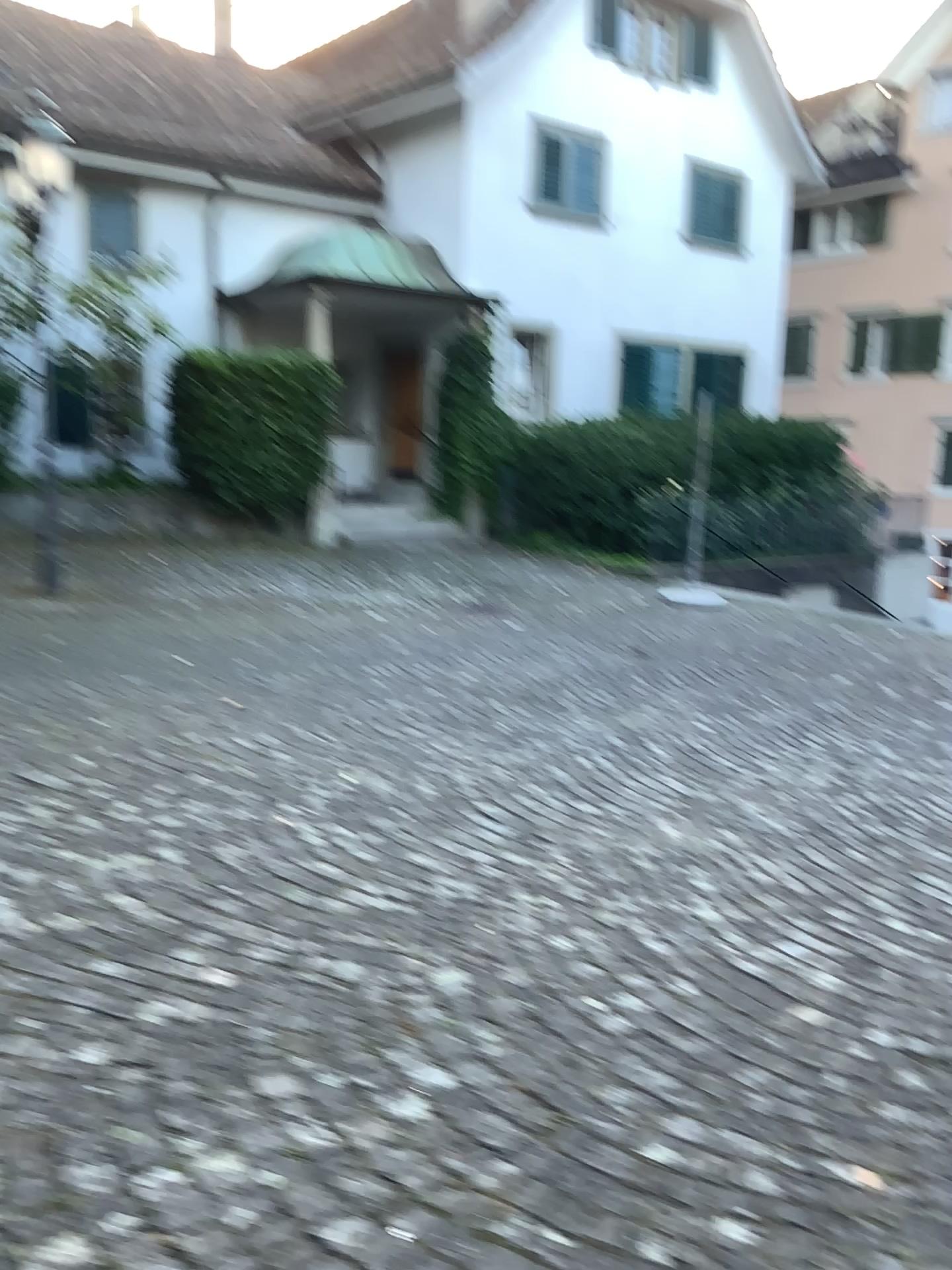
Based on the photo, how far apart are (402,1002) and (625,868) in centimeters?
132cm
